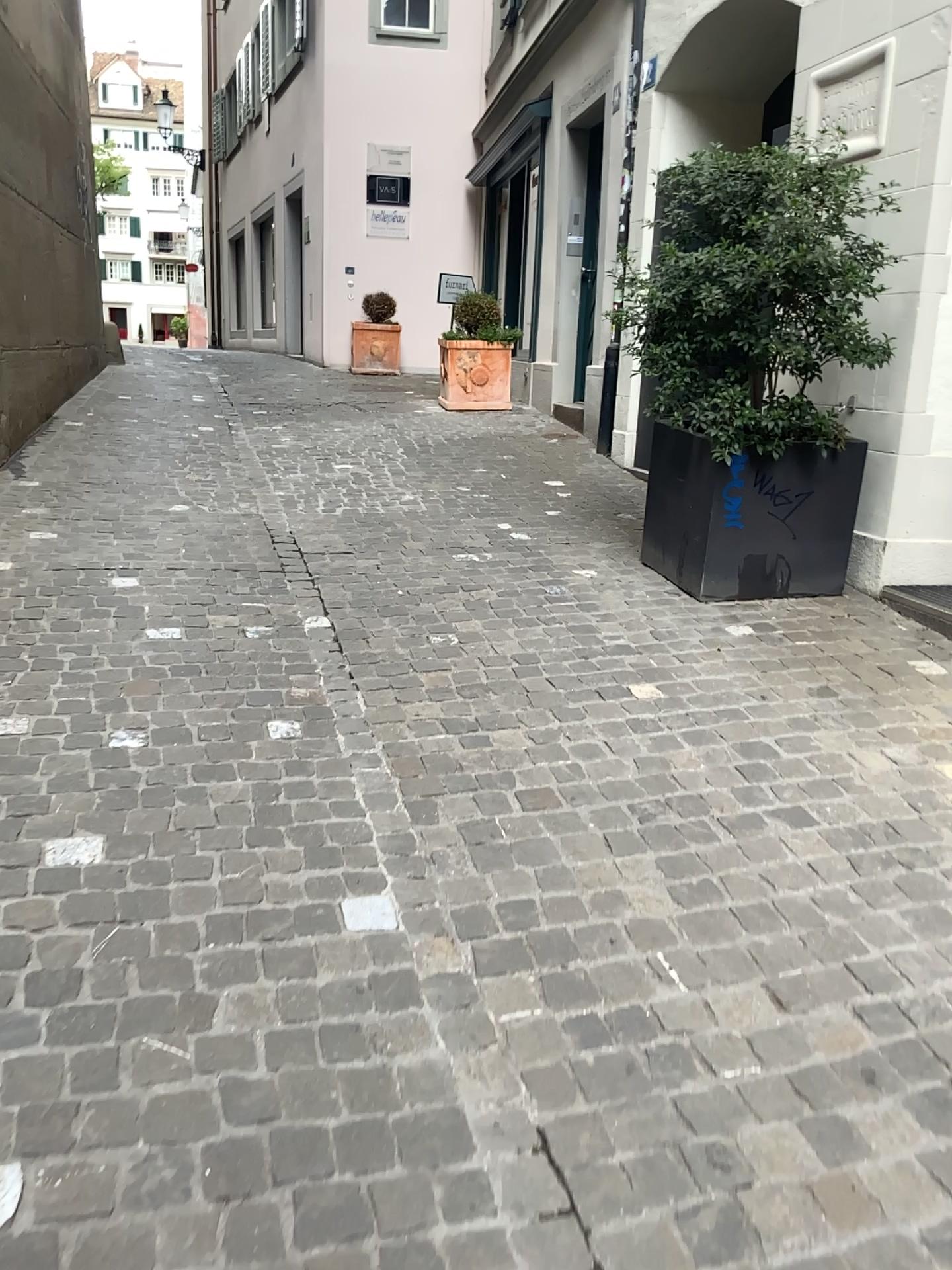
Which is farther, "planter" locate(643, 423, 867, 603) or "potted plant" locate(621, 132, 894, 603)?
"planter" locate(643, 423, 867, 603)

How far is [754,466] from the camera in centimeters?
390cm

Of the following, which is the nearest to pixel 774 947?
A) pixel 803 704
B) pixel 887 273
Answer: pixel 803 704

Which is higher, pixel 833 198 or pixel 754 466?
pixel 833 198

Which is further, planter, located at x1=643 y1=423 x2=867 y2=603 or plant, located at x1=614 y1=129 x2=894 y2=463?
planter, located at x1=643 y1=423 x2=867 y2=603

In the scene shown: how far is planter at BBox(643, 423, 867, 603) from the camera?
3.90m

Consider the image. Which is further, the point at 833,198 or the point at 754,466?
the point at 754,466
